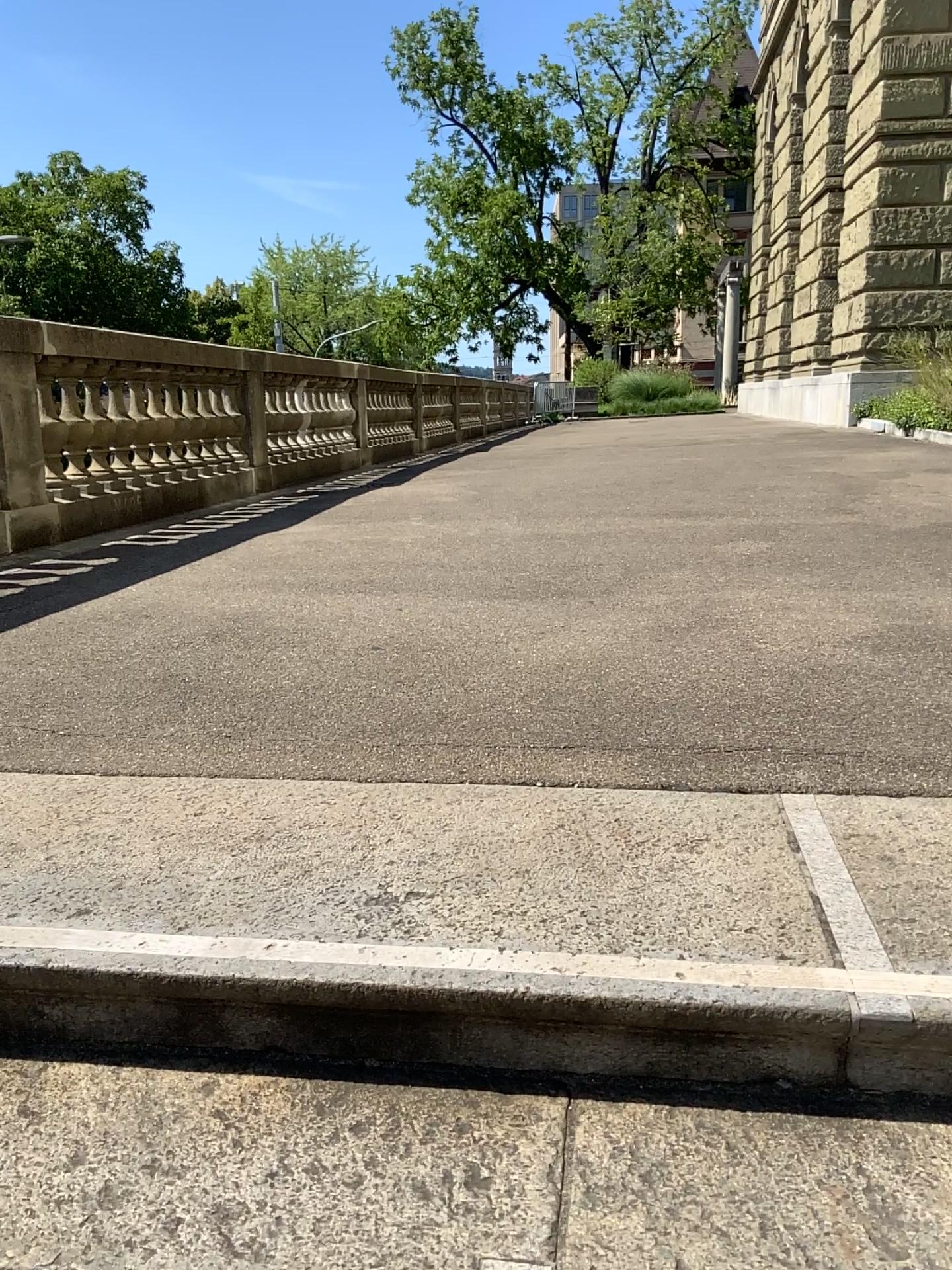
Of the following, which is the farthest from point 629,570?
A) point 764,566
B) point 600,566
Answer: point 764,566
